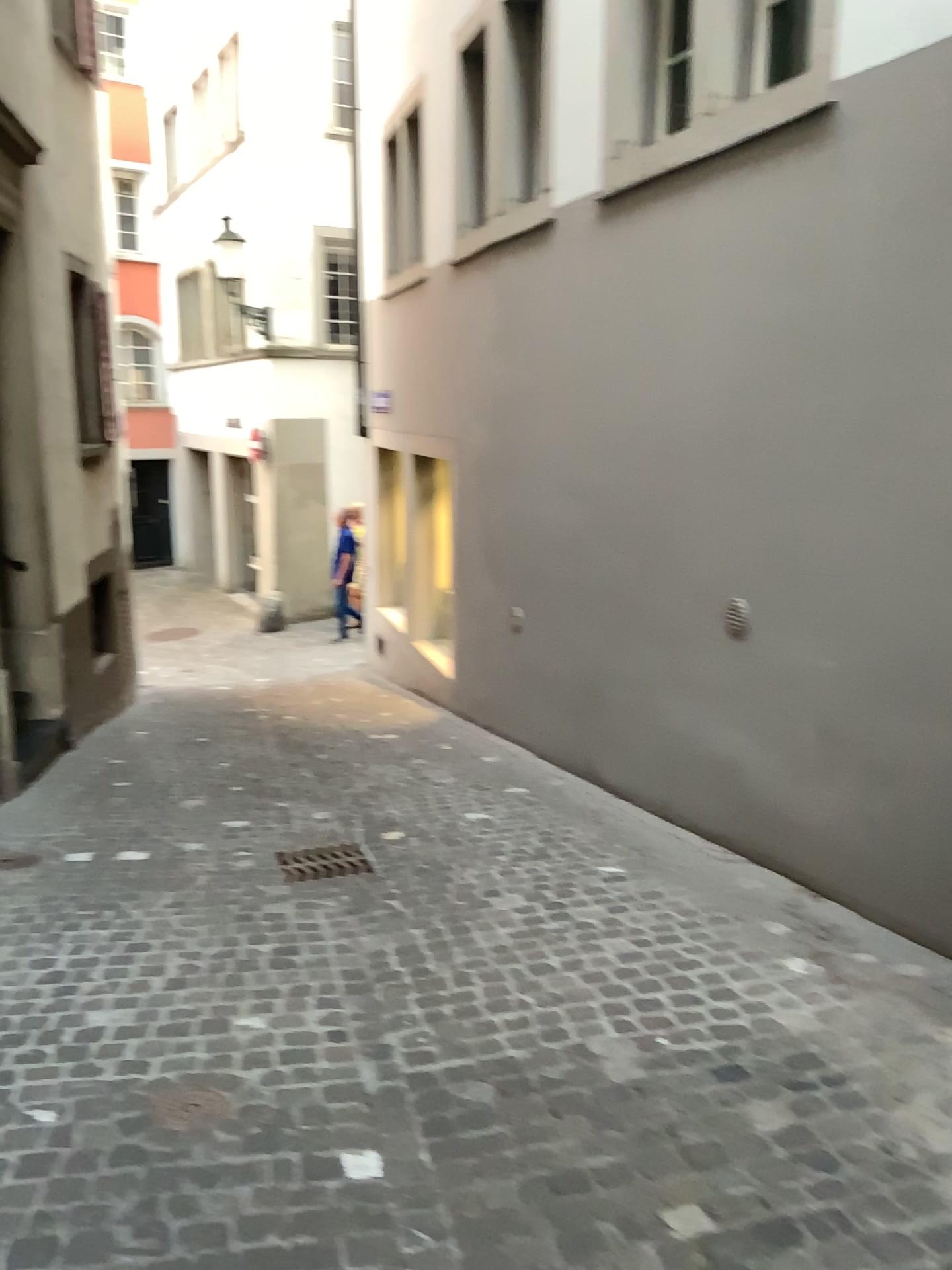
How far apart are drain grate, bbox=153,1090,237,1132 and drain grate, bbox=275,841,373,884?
1.72m

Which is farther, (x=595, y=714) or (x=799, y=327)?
(x=595, y=714)

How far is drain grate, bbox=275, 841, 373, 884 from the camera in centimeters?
434cm

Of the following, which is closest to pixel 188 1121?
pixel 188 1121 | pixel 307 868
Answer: pixel 188 1121

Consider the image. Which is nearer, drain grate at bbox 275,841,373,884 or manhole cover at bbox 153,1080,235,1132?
manhole cover at bbox 153,1080,235,1132

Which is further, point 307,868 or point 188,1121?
point 307,868

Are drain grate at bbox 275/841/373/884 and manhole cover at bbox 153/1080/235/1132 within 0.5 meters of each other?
no

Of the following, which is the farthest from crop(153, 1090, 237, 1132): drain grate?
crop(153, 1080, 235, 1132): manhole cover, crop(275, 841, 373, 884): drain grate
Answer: crop(275, 841, 373, 884): drain grate

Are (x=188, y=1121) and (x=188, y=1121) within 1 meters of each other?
yes

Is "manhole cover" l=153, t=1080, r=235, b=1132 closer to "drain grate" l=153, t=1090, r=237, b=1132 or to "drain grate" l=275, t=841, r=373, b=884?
"drain grate" l=153, t=1090, r=237, b=1132
